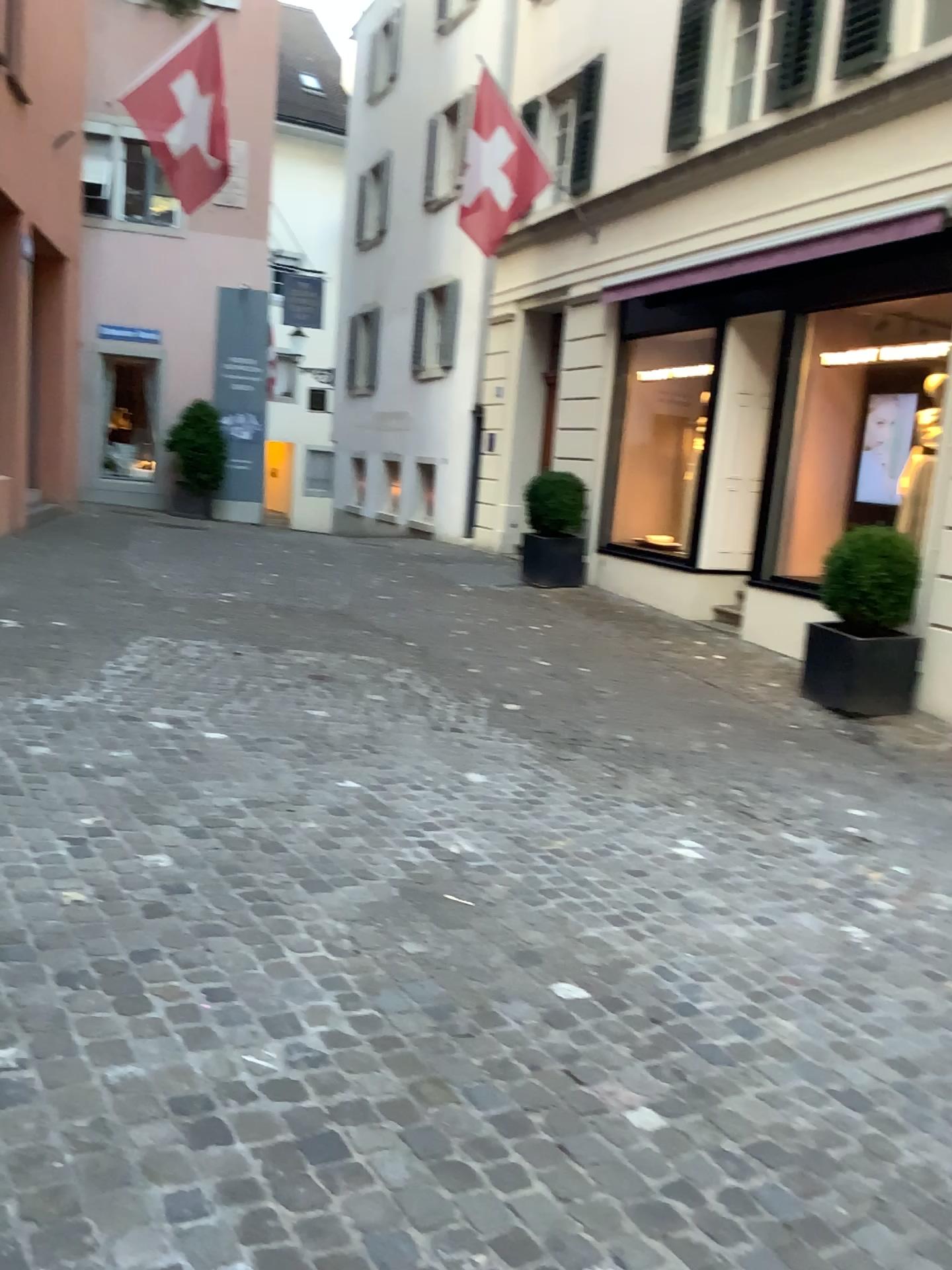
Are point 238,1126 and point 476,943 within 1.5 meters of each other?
yes
